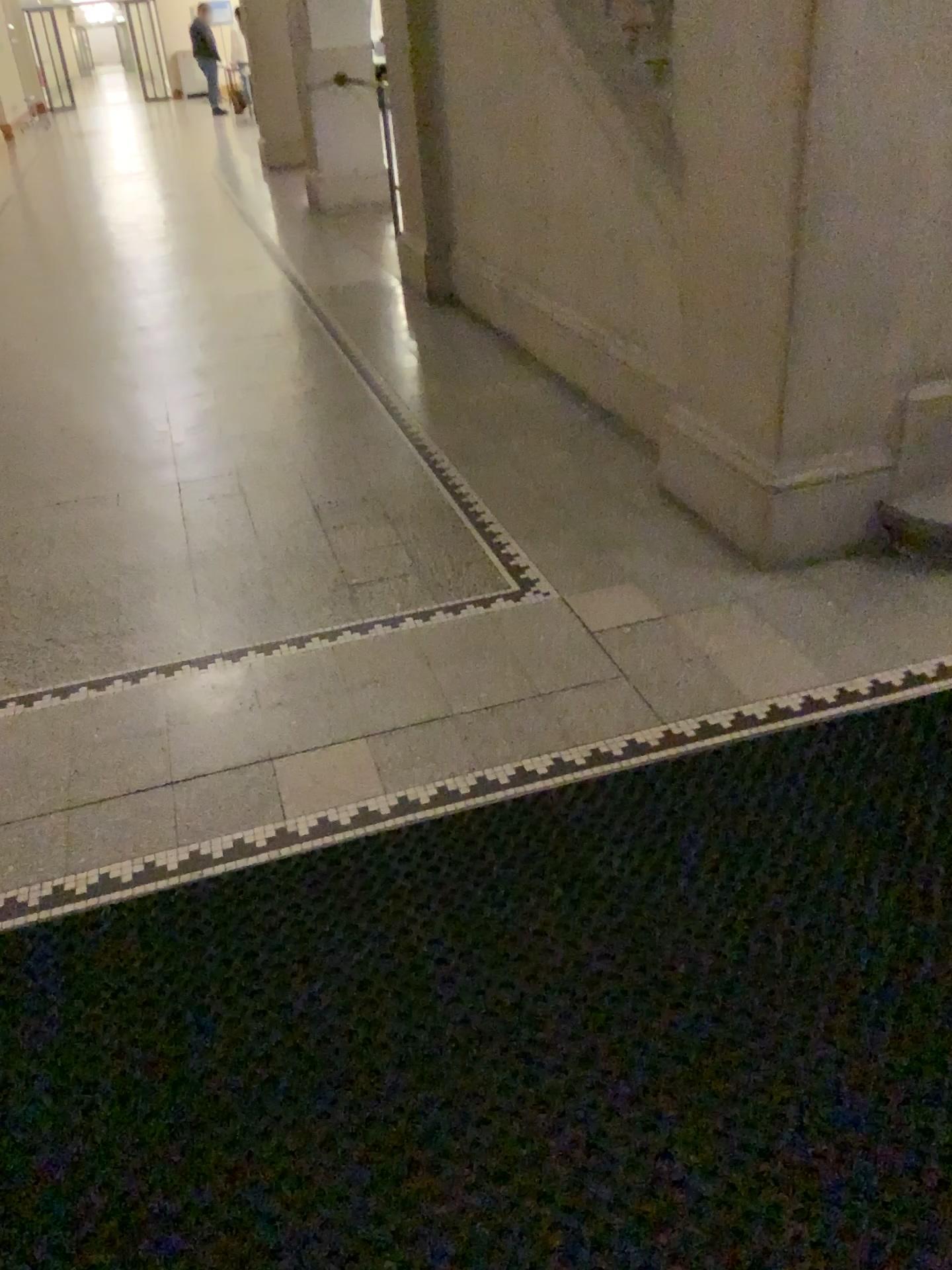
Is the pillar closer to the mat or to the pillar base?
the pillar base

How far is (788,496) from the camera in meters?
2.6 m

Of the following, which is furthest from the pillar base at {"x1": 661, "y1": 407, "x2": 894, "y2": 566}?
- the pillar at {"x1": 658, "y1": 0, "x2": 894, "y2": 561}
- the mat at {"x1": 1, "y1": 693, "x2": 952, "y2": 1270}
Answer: the mat at {"x1": 1, "y1": 693, "x2": 952, "y2": 1270}

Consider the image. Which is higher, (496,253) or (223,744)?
(496,253)

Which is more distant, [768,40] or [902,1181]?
[768,40]

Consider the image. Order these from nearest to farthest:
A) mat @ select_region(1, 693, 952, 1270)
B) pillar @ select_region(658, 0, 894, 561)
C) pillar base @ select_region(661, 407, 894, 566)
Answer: mat @ select_region(1, 693, 952, 1270) < pillar @ select_region(658, 0, 894, 561) < pillar base @ select_region(661, 407, 894, 566)

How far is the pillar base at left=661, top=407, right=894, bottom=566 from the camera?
2.6m

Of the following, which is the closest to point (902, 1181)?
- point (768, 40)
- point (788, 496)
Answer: point (788, 496)

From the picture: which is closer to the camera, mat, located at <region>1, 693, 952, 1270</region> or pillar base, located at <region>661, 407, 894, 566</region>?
mat, located at <region>1, 693, 952, 1270</region>

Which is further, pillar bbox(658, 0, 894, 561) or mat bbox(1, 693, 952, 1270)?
pillar bbox(658, 0, 894, 561)
